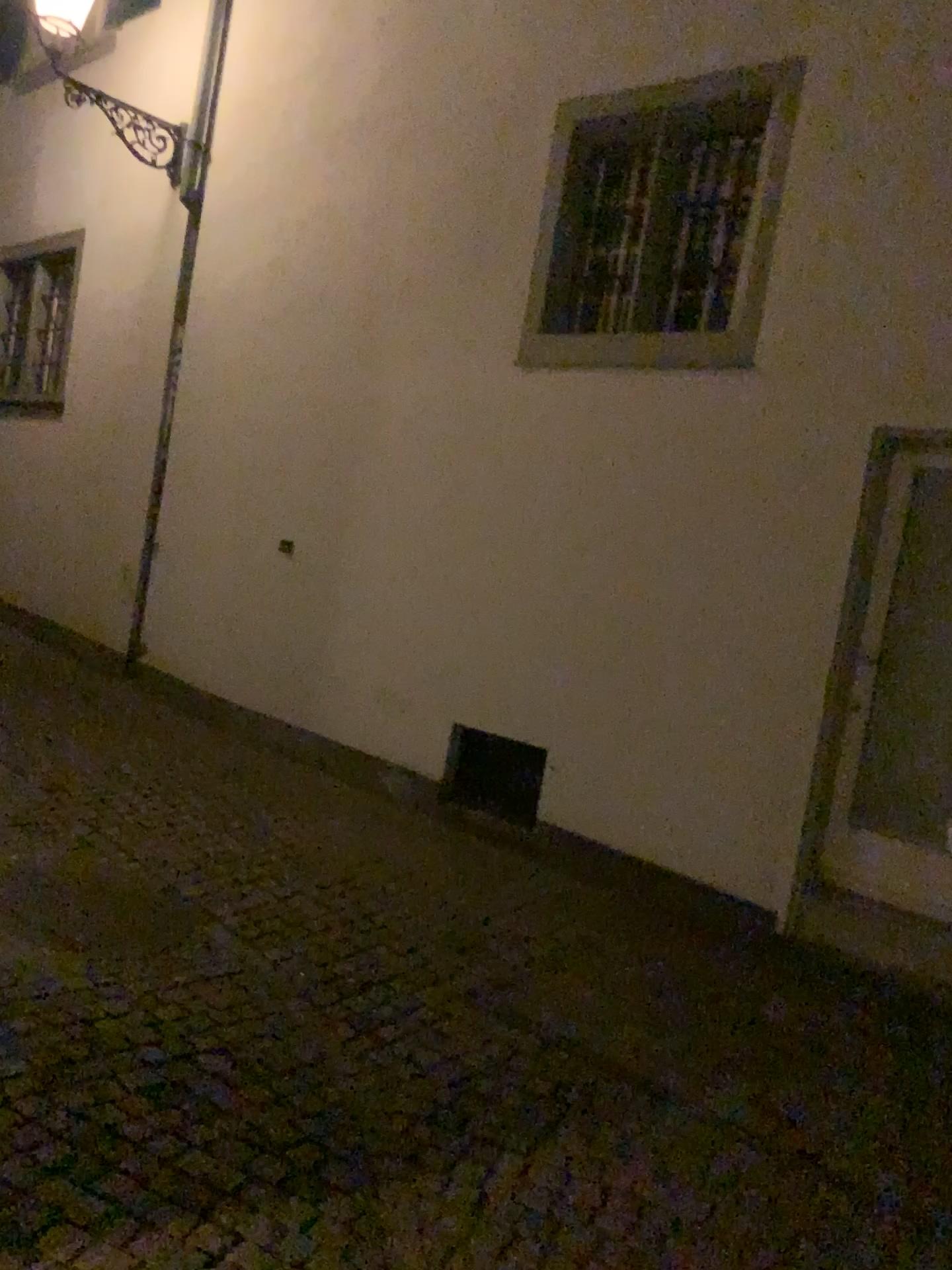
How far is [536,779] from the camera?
5.0m

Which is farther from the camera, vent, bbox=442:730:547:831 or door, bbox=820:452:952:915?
vent, bbox=442:730:547:831

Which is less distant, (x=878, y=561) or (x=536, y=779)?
(x=878, y=561)

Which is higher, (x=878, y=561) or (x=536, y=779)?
(x=878, y=561)

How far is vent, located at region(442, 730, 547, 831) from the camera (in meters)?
5.00

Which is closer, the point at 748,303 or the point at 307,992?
the point at 307,992
